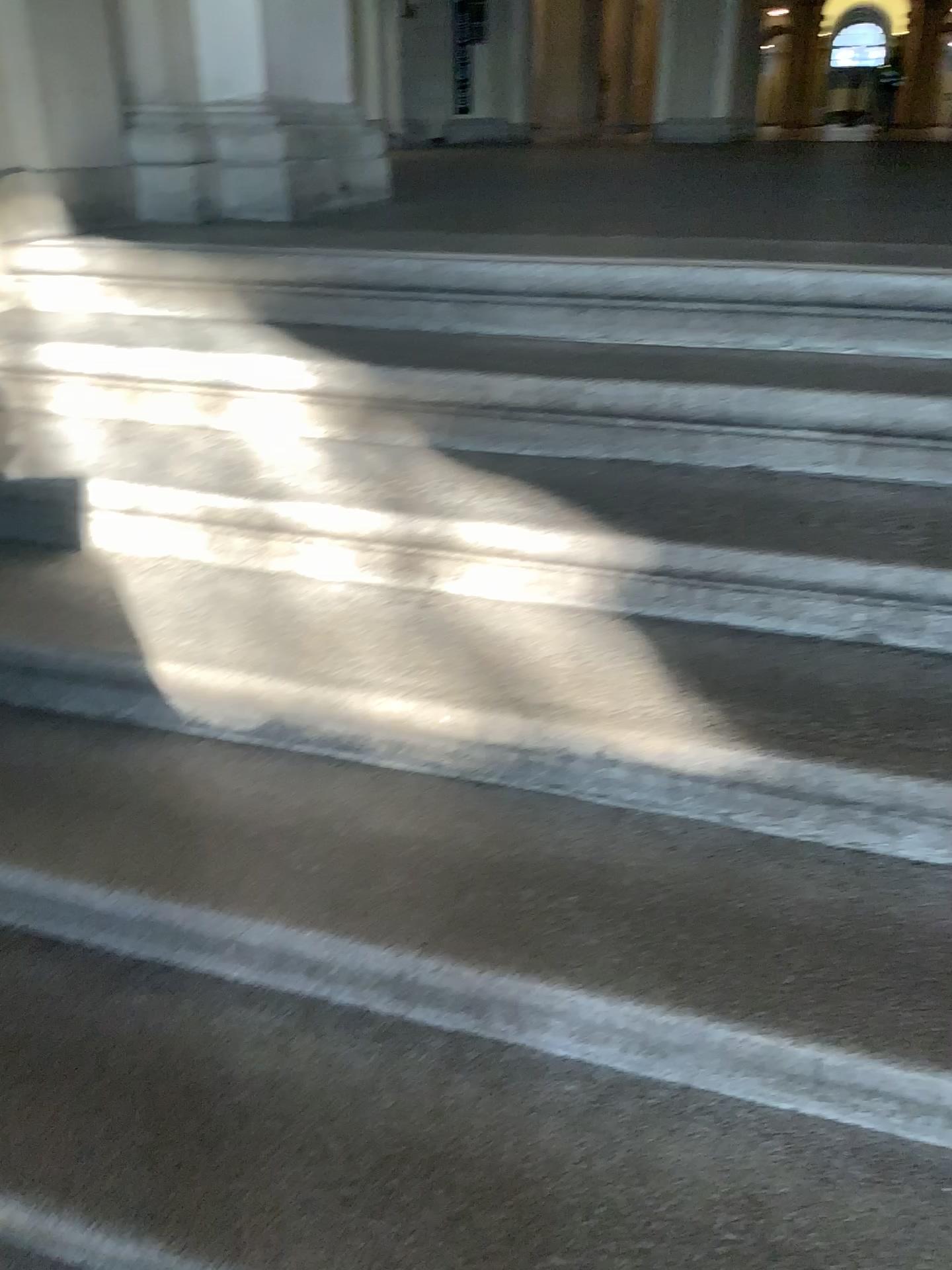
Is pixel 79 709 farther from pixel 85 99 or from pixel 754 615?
pixel 85 99

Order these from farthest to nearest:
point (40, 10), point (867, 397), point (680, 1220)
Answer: point (40, 10) < point (867, 397) < point (680, 1220)

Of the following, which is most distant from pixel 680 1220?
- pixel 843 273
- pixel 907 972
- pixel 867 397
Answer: pixel 843 273

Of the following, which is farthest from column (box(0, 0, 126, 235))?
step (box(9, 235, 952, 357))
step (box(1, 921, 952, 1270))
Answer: step (box(1, 921, 952, 1270))

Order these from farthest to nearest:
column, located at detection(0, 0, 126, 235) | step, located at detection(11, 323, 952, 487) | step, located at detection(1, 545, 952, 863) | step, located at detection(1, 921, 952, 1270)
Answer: column, located at detection(0, 0, 126, 235)
step, located at detection(11, 323, 952, 487)
step, located at detection(1, 545, 952, 863)
step, located at detection(1, 921, 952, 1270)

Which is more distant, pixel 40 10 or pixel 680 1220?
pixel 40 10

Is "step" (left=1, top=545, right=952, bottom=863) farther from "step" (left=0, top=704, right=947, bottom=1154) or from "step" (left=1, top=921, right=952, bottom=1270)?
"step" (left=1, top=921, right=952, bottom=1270)

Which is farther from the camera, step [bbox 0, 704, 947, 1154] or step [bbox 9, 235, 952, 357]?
step [bbox 9, 235, 952, 357]

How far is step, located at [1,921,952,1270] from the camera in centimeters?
102cm

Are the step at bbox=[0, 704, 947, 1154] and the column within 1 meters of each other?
no
